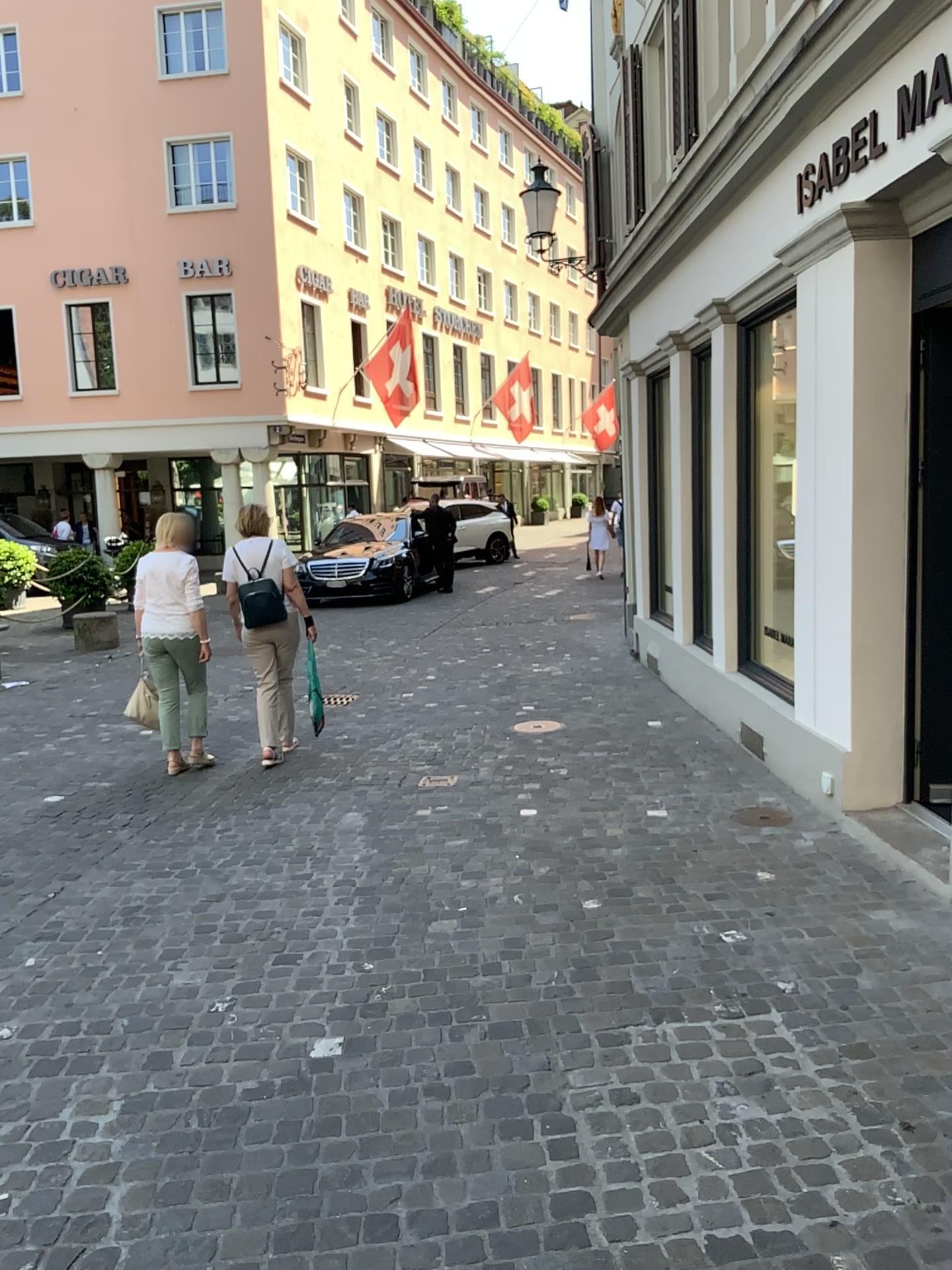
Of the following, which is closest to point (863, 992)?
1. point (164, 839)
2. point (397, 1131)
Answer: point (397, 1131)
